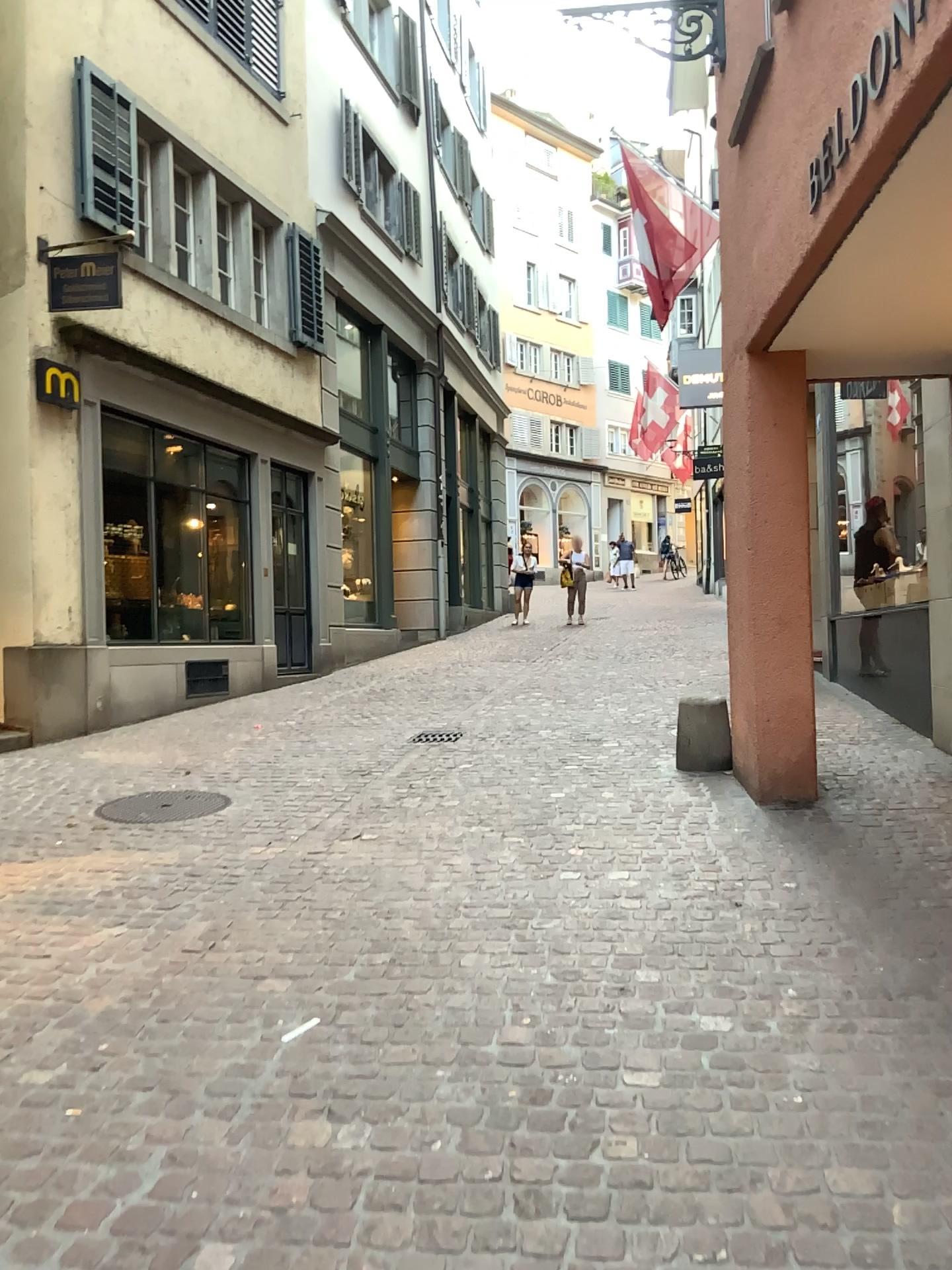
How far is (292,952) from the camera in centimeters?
356cm
